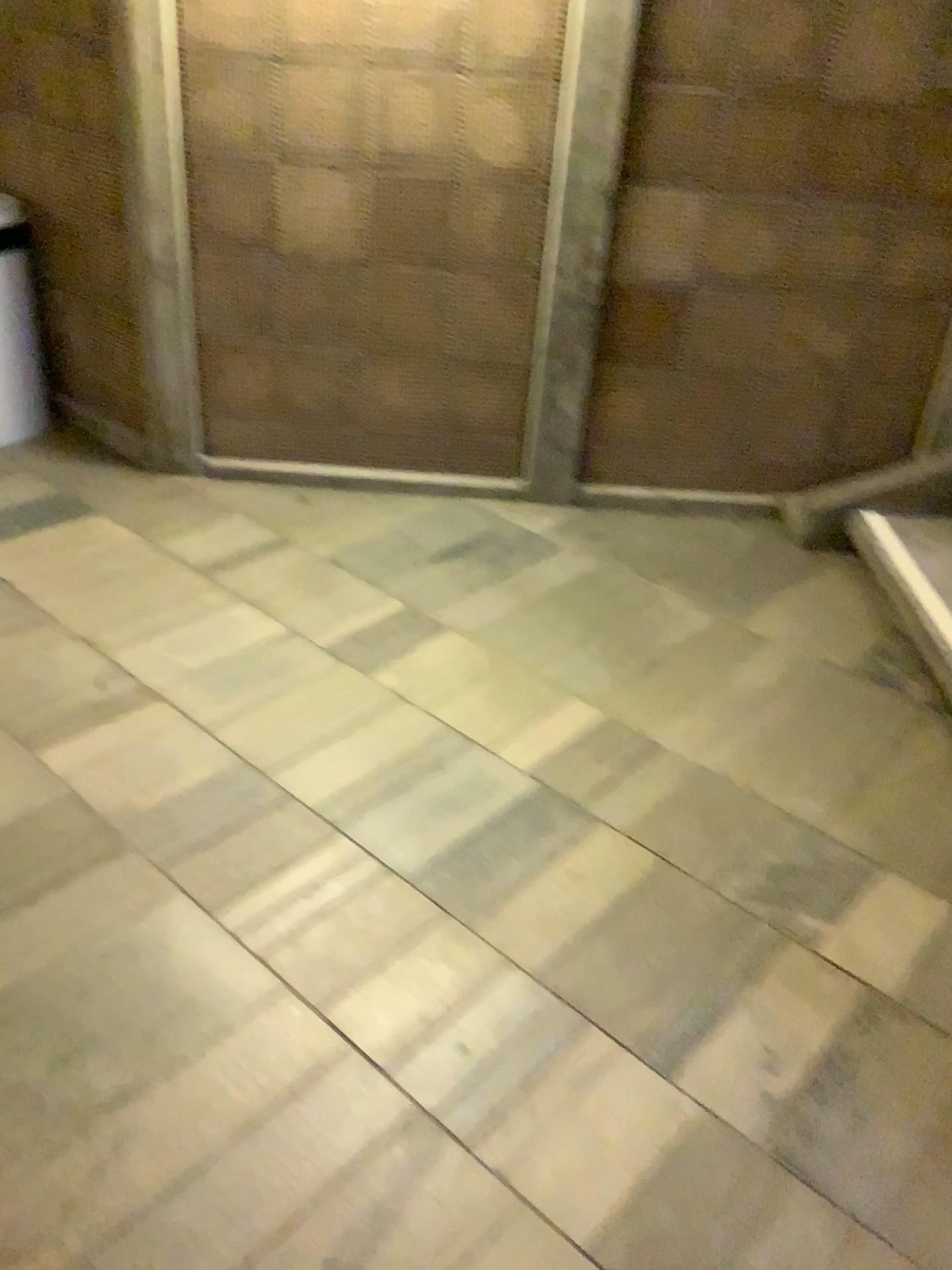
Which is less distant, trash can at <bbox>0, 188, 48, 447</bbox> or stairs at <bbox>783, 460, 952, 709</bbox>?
stairs at <bbox>783, 460, 952, 709</bbox>

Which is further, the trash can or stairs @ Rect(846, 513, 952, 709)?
the trash can

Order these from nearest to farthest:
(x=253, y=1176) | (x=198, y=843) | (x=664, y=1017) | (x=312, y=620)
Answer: (x=253, y=1176), (x=664, y=1017), (x=198, y=843), (x=312, y=620)

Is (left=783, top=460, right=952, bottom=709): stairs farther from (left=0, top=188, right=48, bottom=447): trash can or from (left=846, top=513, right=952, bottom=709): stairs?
(left=0, top=188, right=48, bottom=447): trash can

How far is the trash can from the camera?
3.3m

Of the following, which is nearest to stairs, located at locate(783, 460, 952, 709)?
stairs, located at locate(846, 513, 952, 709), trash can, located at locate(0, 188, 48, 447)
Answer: stairs, located at locate(846, 513, 952, 709)

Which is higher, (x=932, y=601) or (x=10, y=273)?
(x=10, y=273)

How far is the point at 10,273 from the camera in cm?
335

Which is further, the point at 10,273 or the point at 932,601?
the point at 10,273
